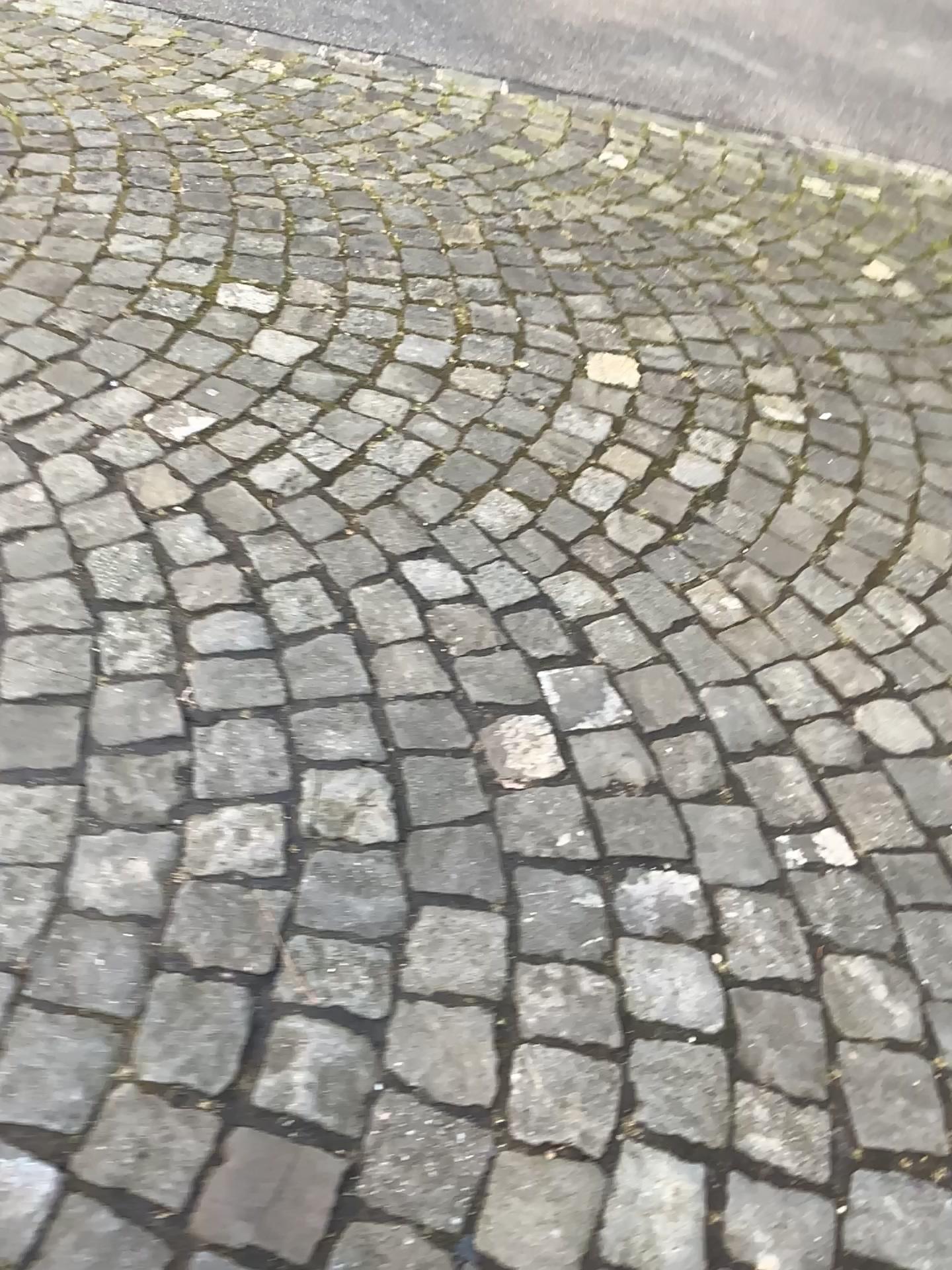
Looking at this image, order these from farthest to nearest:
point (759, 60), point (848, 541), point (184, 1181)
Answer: point (759, 60), point (848, 541), point (184, 1181)
